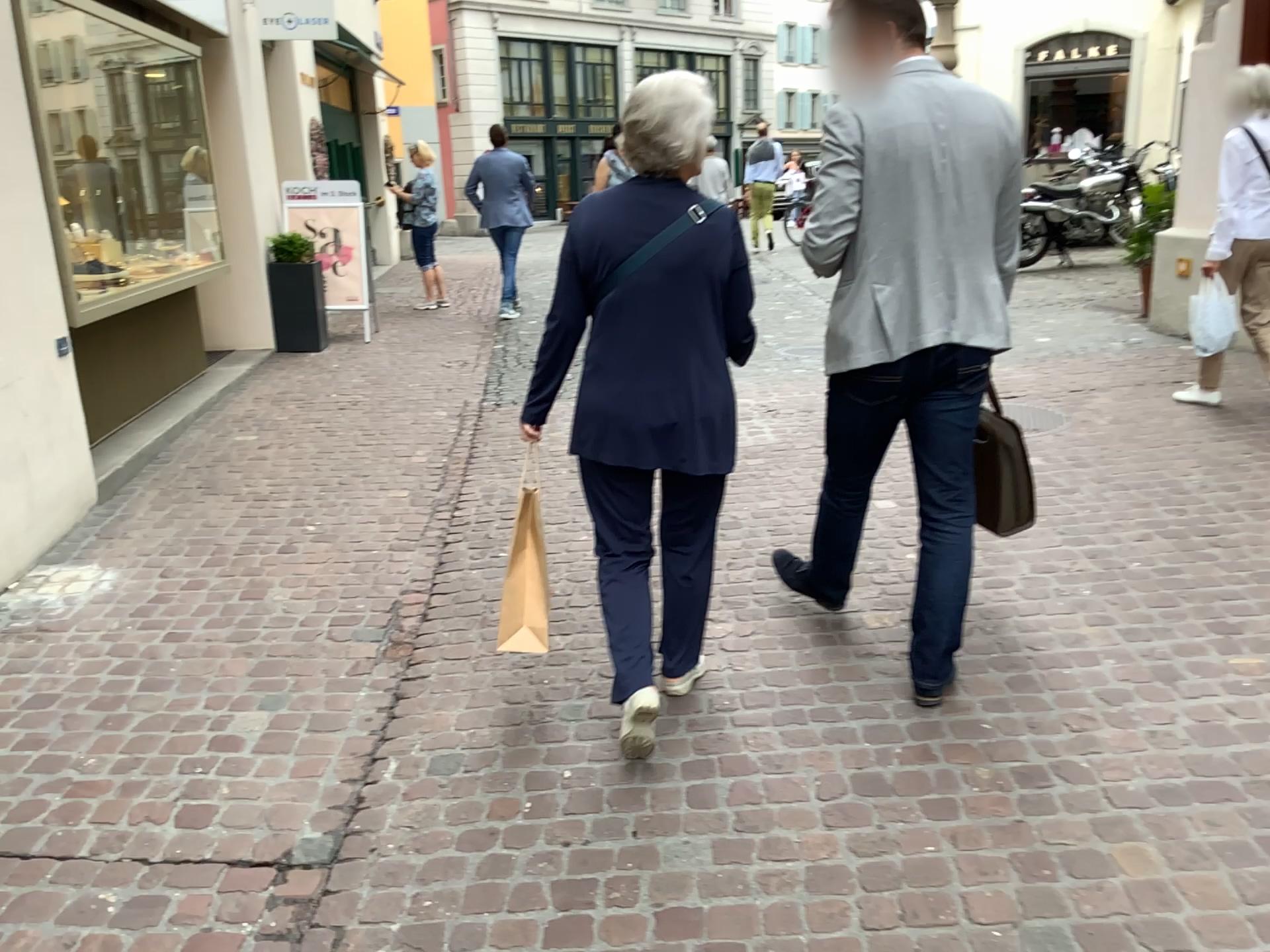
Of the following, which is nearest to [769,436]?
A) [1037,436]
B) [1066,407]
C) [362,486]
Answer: [1037,436]

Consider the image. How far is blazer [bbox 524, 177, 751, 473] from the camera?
2.4m

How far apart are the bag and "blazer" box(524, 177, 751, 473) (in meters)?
0.75

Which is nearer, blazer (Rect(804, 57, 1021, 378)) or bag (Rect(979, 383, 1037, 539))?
blazer (Rect(804, 57, 1021, 378))

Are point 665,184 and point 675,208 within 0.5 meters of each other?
yes

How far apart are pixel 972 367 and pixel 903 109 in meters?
0.6 m

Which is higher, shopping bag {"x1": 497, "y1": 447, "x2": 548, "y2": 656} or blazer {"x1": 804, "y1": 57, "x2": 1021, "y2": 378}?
blazer {"x1": 804, "y1": 57, "x2": 1021, "y2": 378}

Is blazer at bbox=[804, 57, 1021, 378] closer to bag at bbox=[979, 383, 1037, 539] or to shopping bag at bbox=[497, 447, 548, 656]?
Answer: bag at bbox=[979, 383, 1037, 539]

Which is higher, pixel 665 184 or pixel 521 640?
pixel 665 184

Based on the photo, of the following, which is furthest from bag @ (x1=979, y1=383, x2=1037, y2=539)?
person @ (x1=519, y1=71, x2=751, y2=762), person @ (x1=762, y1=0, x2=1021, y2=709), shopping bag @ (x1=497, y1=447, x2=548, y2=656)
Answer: shopping bag @ (x1=497, y1=447, x2=548, y2=656)
